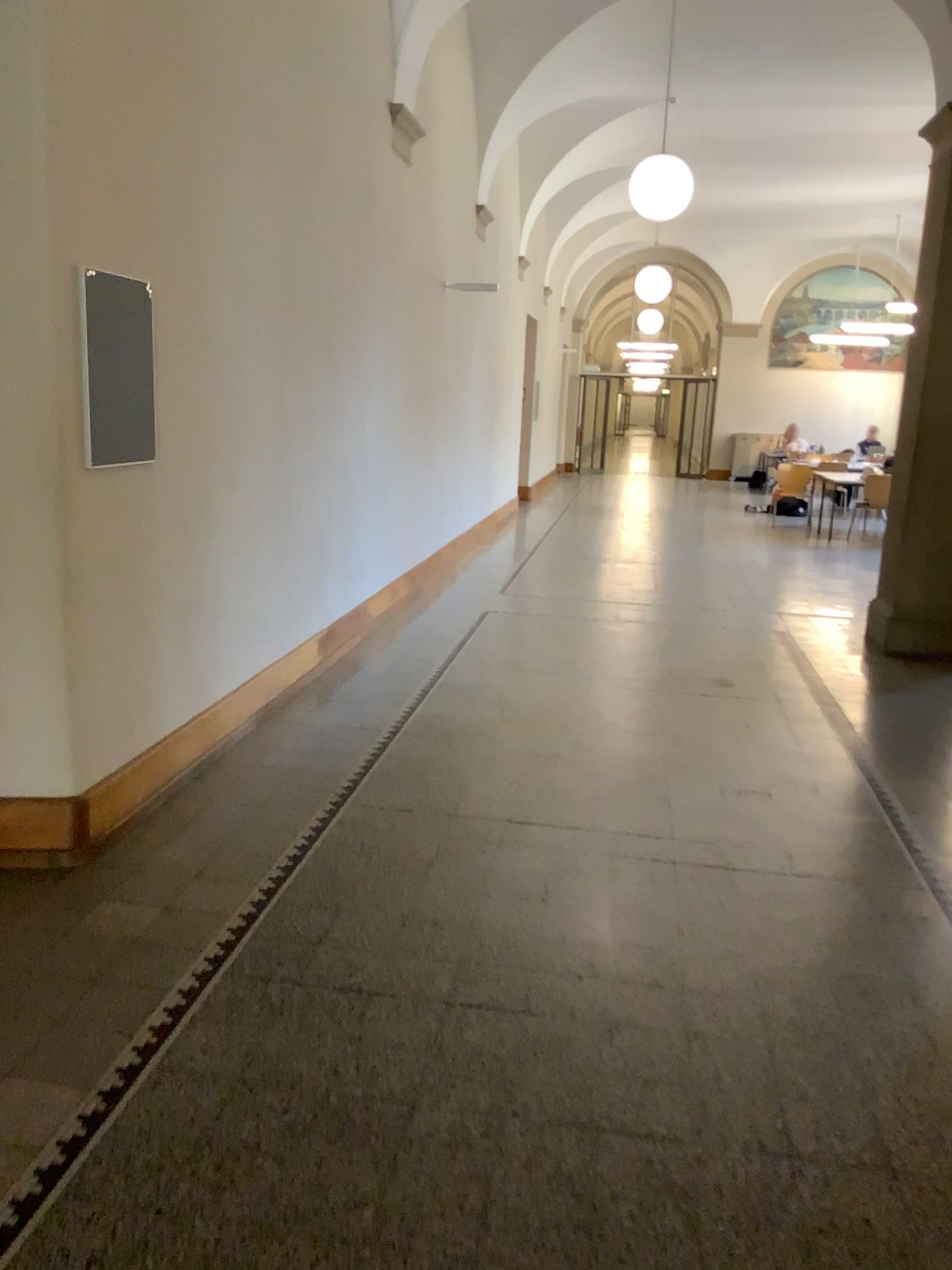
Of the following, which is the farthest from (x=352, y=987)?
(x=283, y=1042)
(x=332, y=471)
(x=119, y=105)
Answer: (x=332, y=471)

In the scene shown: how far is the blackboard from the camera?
3.2 meters

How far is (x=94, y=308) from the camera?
3.2m
